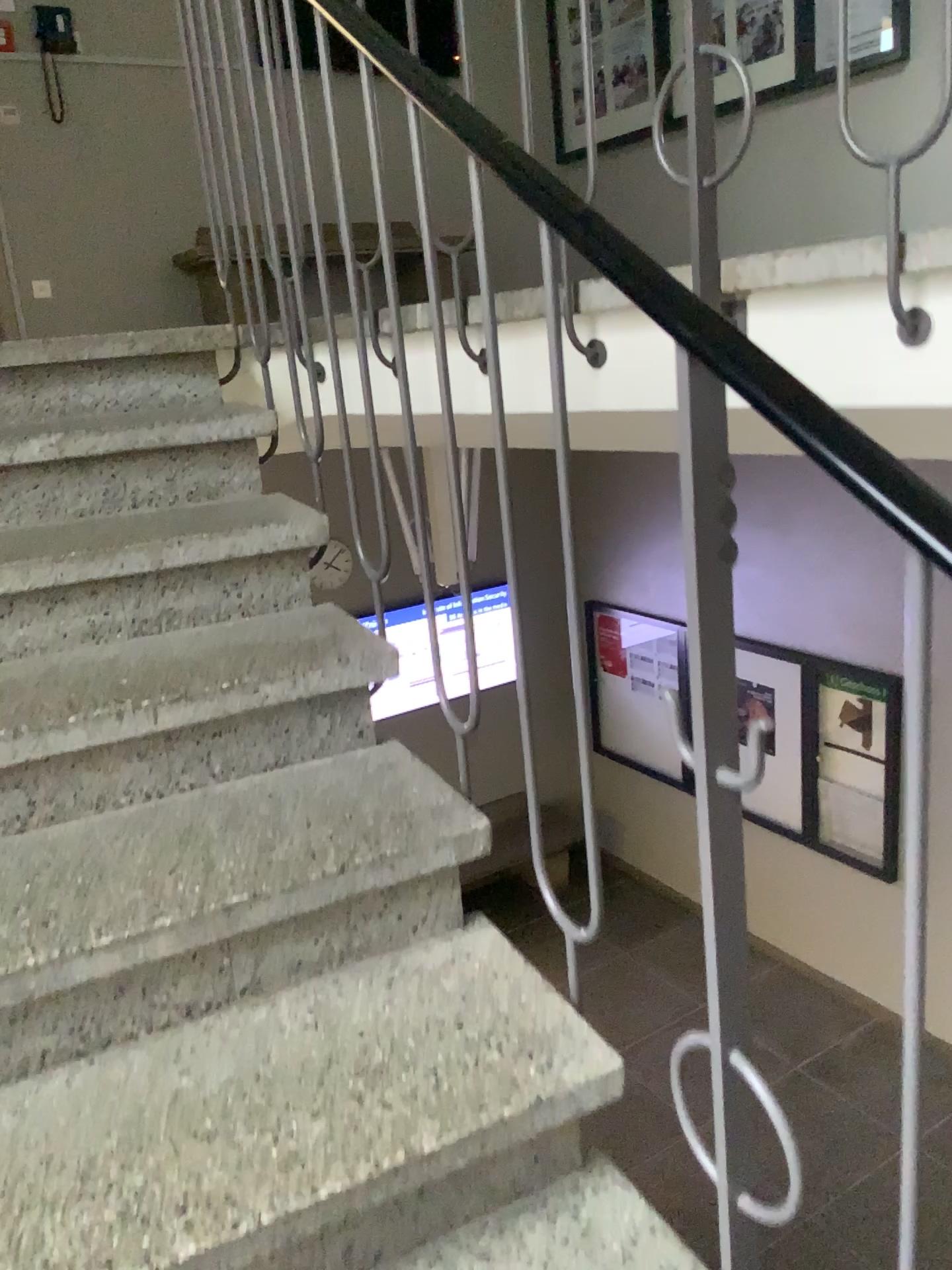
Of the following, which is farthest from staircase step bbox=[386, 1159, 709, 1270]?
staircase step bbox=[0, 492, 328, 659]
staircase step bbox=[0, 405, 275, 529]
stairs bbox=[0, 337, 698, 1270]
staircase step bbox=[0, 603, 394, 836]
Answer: staircase step bbox=[0, 405, 275, 529]

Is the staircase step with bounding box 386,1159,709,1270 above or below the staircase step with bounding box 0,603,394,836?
below

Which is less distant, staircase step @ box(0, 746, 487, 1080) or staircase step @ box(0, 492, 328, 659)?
staircase step @ box(0, 746, 487, 1080)

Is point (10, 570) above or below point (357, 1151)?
above

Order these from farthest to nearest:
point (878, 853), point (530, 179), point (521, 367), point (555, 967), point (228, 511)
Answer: point (228, 511) → point (521, 367) → point (555, 967) → point (530, 179) → point (878, 853)

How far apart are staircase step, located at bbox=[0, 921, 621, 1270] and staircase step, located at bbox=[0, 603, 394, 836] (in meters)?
0.35

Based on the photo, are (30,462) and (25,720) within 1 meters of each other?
yes

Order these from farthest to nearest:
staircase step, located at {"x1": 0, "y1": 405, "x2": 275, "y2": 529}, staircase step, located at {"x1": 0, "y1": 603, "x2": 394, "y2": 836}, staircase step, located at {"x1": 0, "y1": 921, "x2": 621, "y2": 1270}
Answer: staircase step, located at {"x1": 0, "y1": 405, "x2": 275, "y2": 529} < staircase step, located at {"x1": 0, "y1": 603, "x2": 394, "y2": 836} < staircase step, located at {"x1": 0, "y1": 921, "x2": 621, "y2": 1270}

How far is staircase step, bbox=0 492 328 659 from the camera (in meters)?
1.66

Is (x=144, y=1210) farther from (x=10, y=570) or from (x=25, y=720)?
(x=10, y=570)
